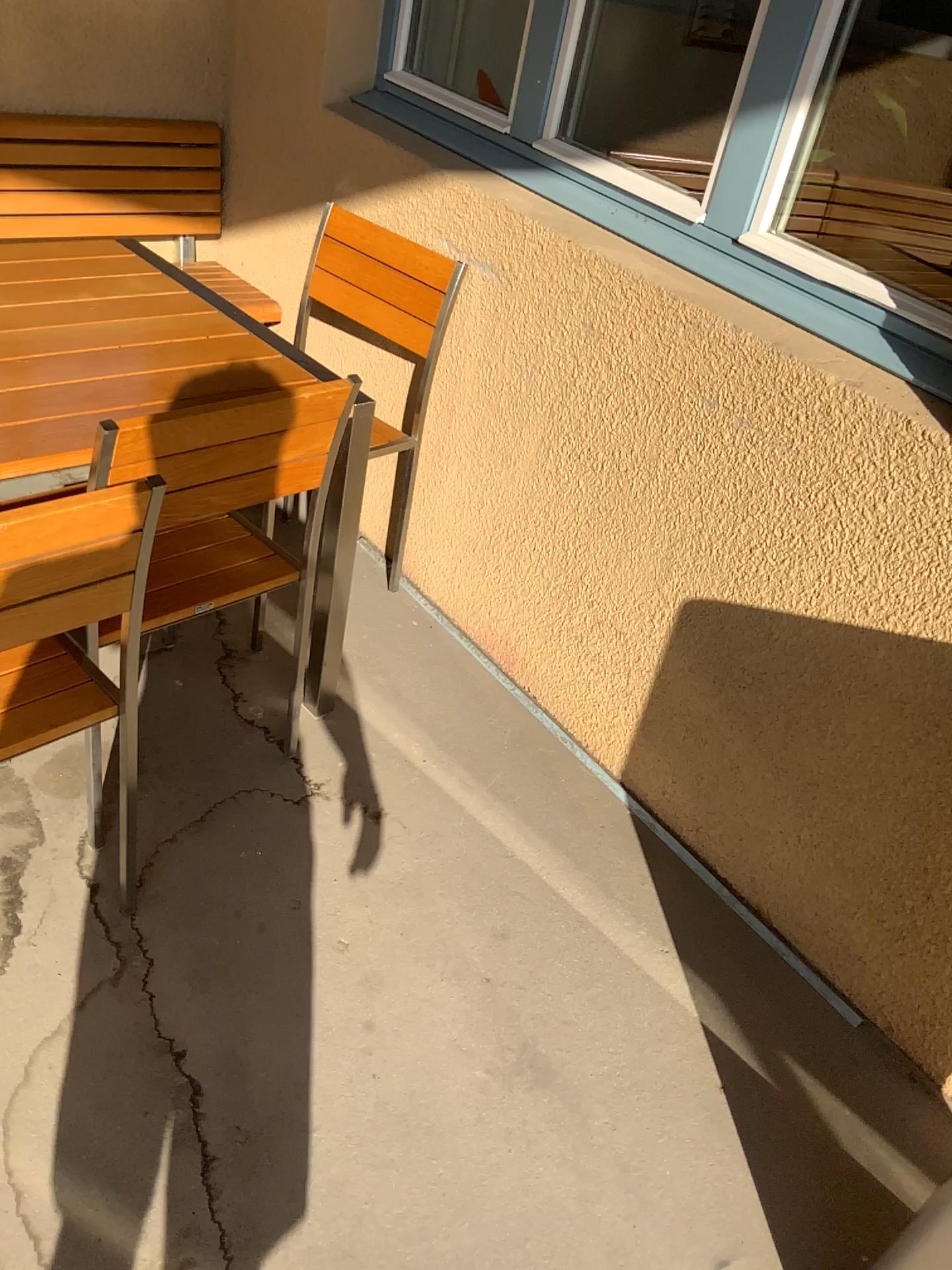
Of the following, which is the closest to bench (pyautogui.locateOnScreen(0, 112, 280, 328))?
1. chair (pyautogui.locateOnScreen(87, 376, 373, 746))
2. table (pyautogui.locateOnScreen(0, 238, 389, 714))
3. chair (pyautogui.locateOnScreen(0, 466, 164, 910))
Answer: table (pyautogui.locateOnScreen(0, 238, 389, 714))

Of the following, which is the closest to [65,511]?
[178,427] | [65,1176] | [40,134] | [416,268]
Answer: [178,427]

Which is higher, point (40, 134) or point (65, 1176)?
point (40, 134)

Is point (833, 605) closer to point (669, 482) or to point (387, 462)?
point (669, 482)

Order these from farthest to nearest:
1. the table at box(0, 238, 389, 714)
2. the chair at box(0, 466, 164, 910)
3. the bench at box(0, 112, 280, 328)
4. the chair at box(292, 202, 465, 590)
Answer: the bench at box(0, 112, 280, 328) → the chair at box(292, 202, 465, 590) → the table at box(0, 238, 389, 714) → the chair at box(0, 466, 164, 910)

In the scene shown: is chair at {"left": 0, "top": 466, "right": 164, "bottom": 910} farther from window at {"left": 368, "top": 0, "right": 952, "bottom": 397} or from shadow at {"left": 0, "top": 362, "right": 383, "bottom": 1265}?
window at {"left": 368, "top": 0, "right": 952, "bottom": 397}

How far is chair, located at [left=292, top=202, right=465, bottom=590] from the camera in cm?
237

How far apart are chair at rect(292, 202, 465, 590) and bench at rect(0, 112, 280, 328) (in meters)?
0.46

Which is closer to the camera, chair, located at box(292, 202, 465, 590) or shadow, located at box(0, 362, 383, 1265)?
shadow, located at box(0, 362, 383, 1265)

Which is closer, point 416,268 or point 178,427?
point 178,427
